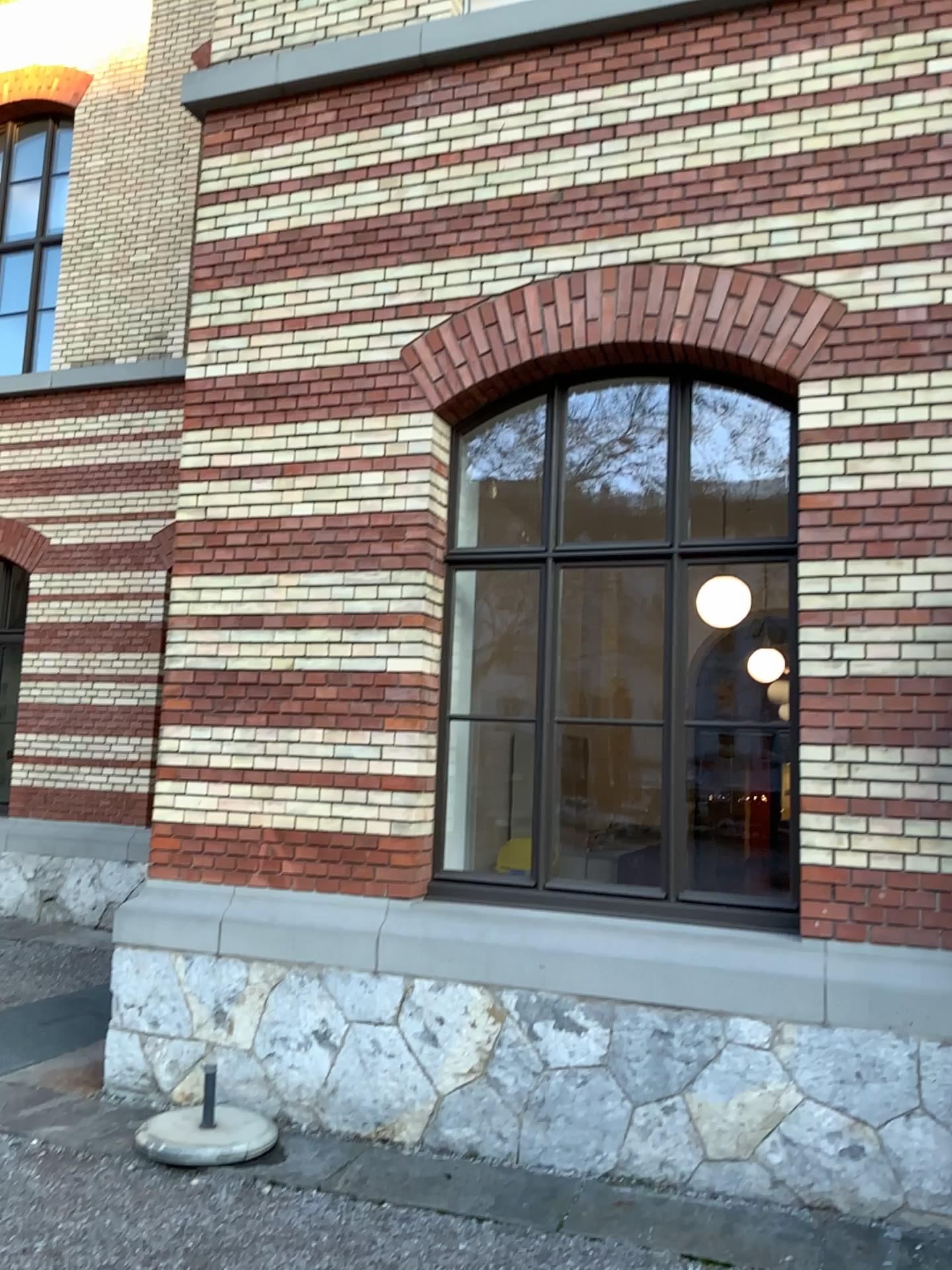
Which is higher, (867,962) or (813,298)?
(813,298)

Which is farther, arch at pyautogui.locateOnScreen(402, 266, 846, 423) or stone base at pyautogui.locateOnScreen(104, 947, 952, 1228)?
arch at pyautogui.locateOnScreen(402, 266, 846, 423)

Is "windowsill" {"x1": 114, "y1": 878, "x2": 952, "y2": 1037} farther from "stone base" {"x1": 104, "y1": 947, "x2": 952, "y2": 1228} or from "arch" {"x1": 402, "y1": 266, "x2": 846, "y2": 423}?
"arch" {"x1": 402, "y1": 266, "x2": 846, "y2": 423}

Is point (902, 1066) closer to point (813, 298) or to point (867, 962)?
point (867, 962)

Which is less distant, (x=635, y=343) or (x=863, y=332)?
(x=863, y=332)

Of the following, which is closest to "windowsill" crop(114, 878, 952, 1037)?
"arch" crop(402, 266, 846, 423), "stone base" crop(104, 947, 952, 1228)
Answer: "stone base" crop(104, 947, 952, 1228)

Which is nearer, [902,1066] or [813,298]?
[902,1066]

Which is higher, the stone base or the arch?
the arch

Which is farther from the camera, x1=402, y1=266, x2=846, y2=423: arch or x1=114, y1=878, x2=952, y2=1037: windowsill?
x1=402, y1=266, x2=846, y2=423: arch
